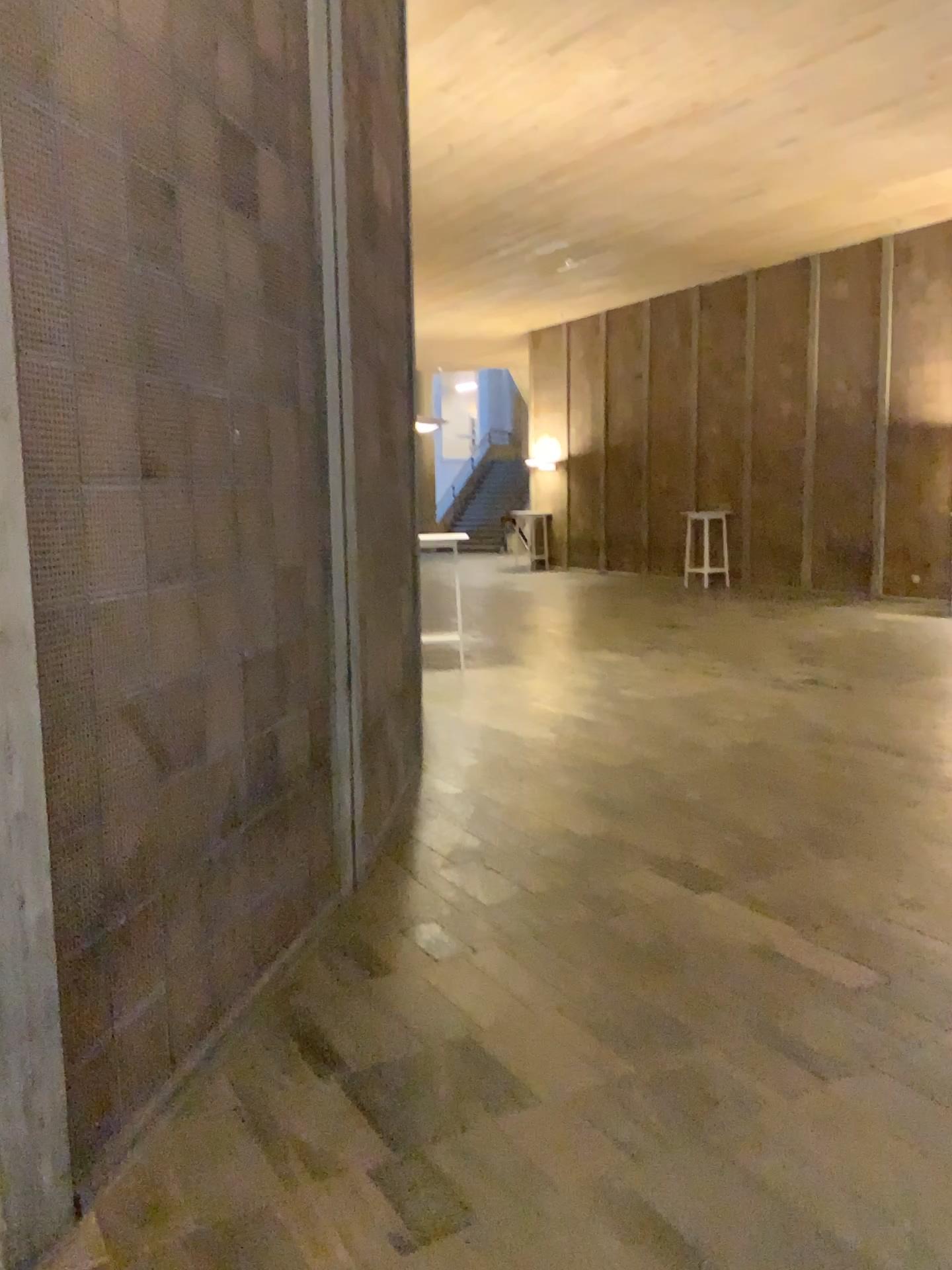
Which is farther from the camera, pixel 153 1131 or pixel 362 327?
pixel 362 327
